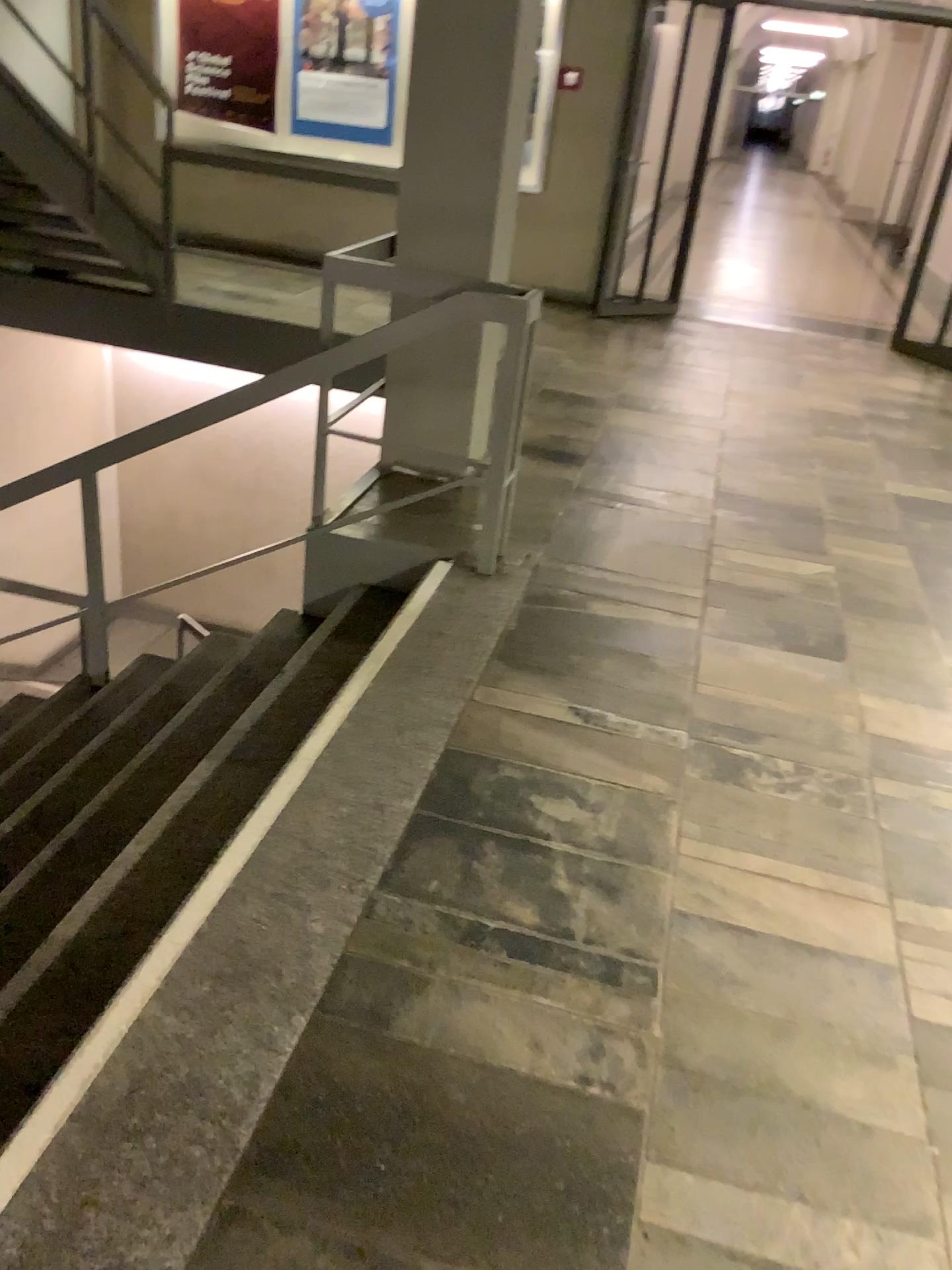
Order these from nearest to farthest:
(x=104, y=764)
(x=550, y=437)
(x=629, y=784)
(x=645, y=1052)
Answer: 1. (x=645, y=1052)
2. (x=629, y=784)
3. (x=104, y=764)
4. (x=550, y=437)
